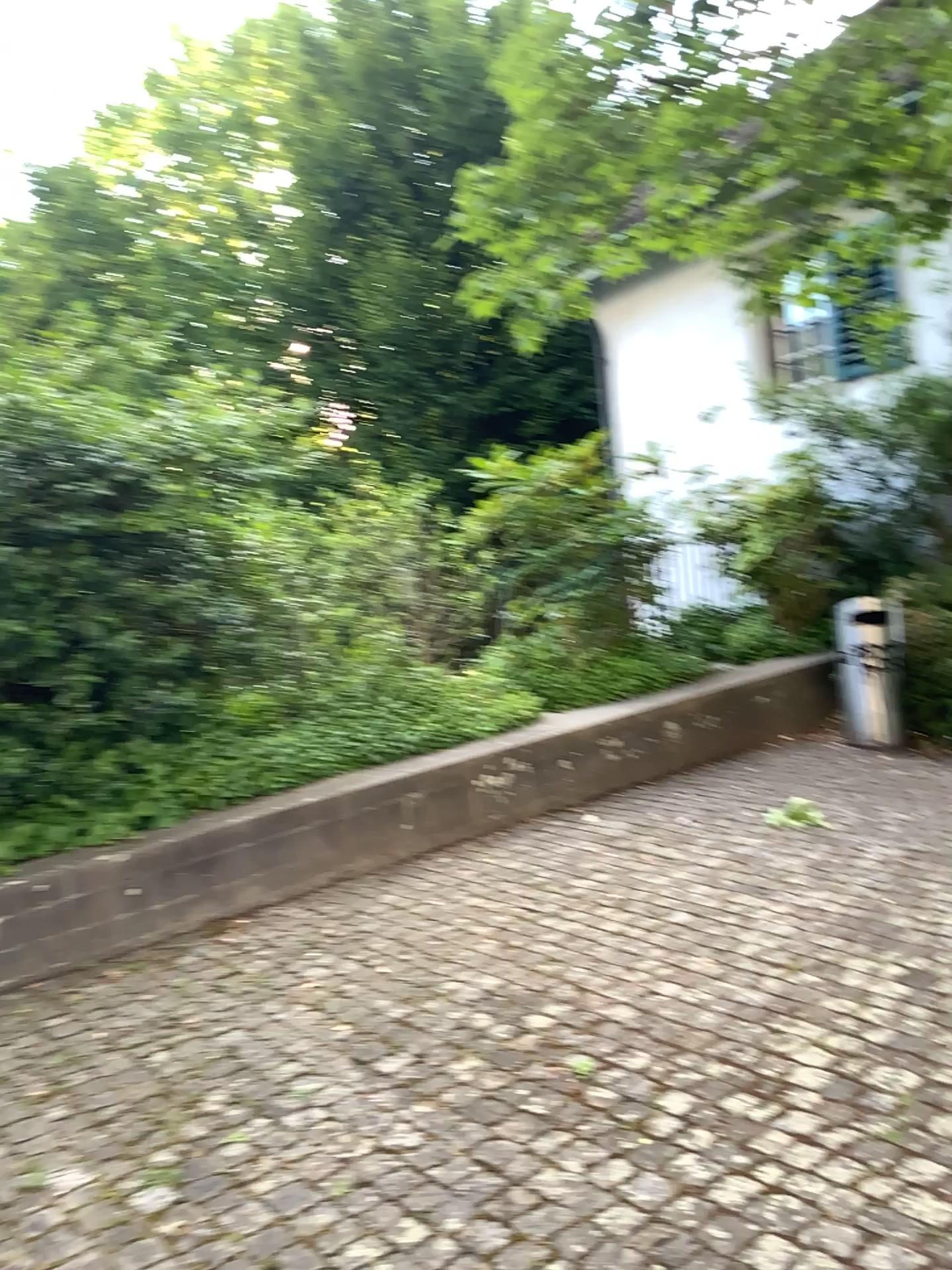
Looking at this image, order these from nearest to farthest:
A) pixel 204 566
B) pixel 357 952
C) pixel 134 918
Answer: pixel 357 952, pixel 134 918, pixel 204 566
